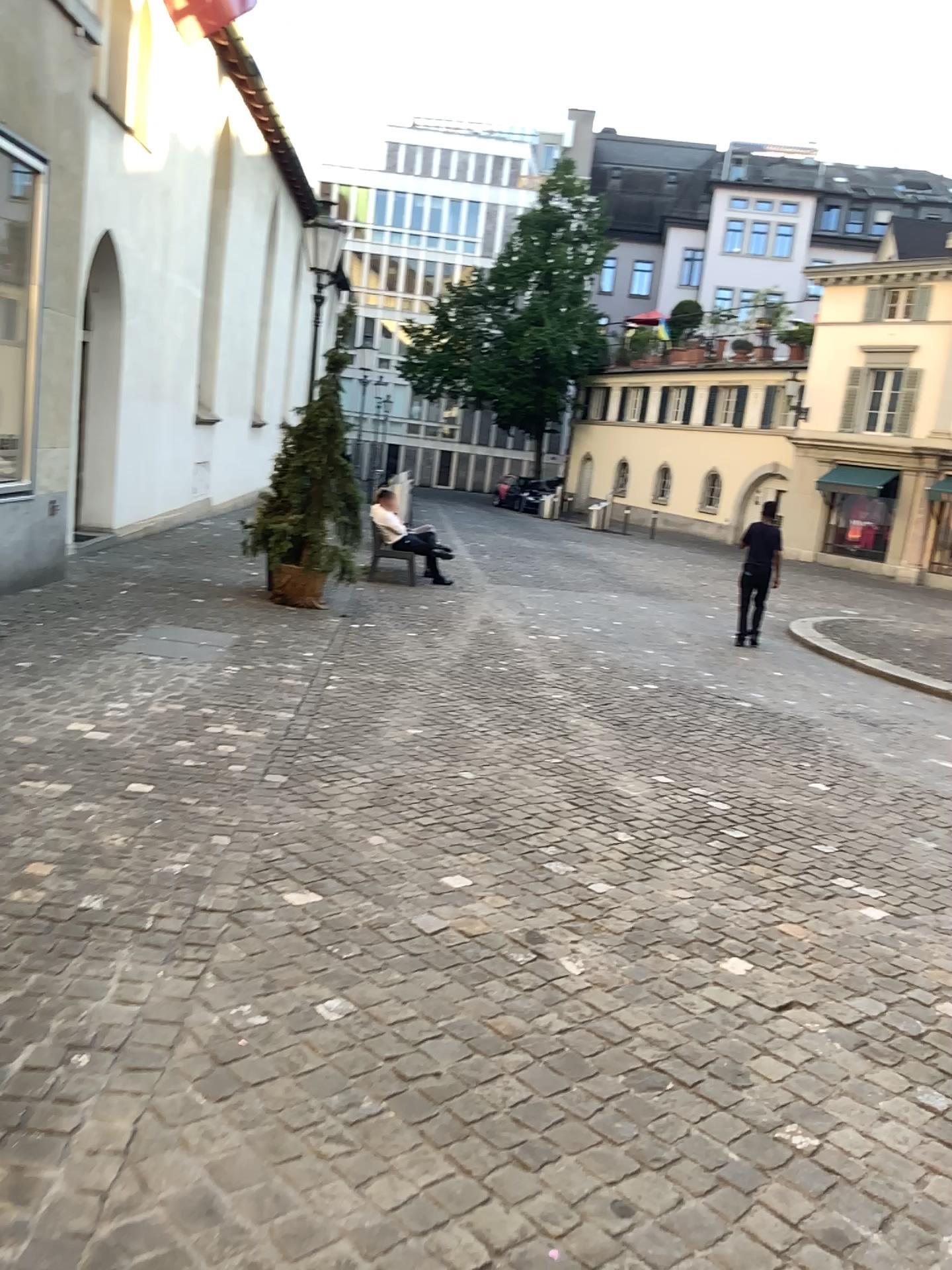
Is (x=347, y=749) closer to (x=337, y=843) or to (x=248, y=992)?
(x=337, y=843)
